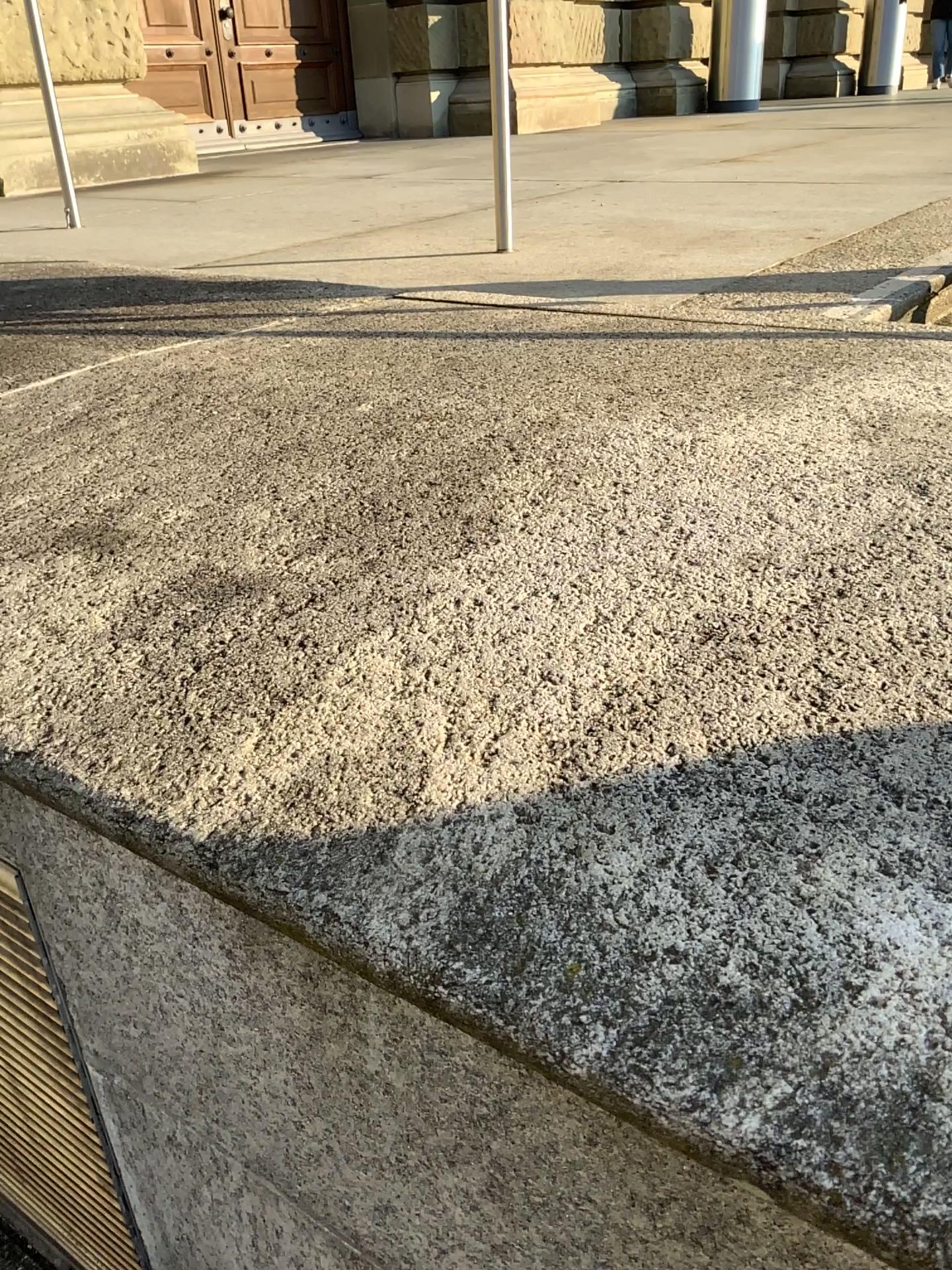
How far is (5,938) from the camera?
1.23m

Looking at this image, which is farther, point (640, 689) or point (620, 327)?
point (620, 327)

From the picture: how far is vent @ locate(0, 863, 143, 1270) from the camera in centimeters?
123cm
